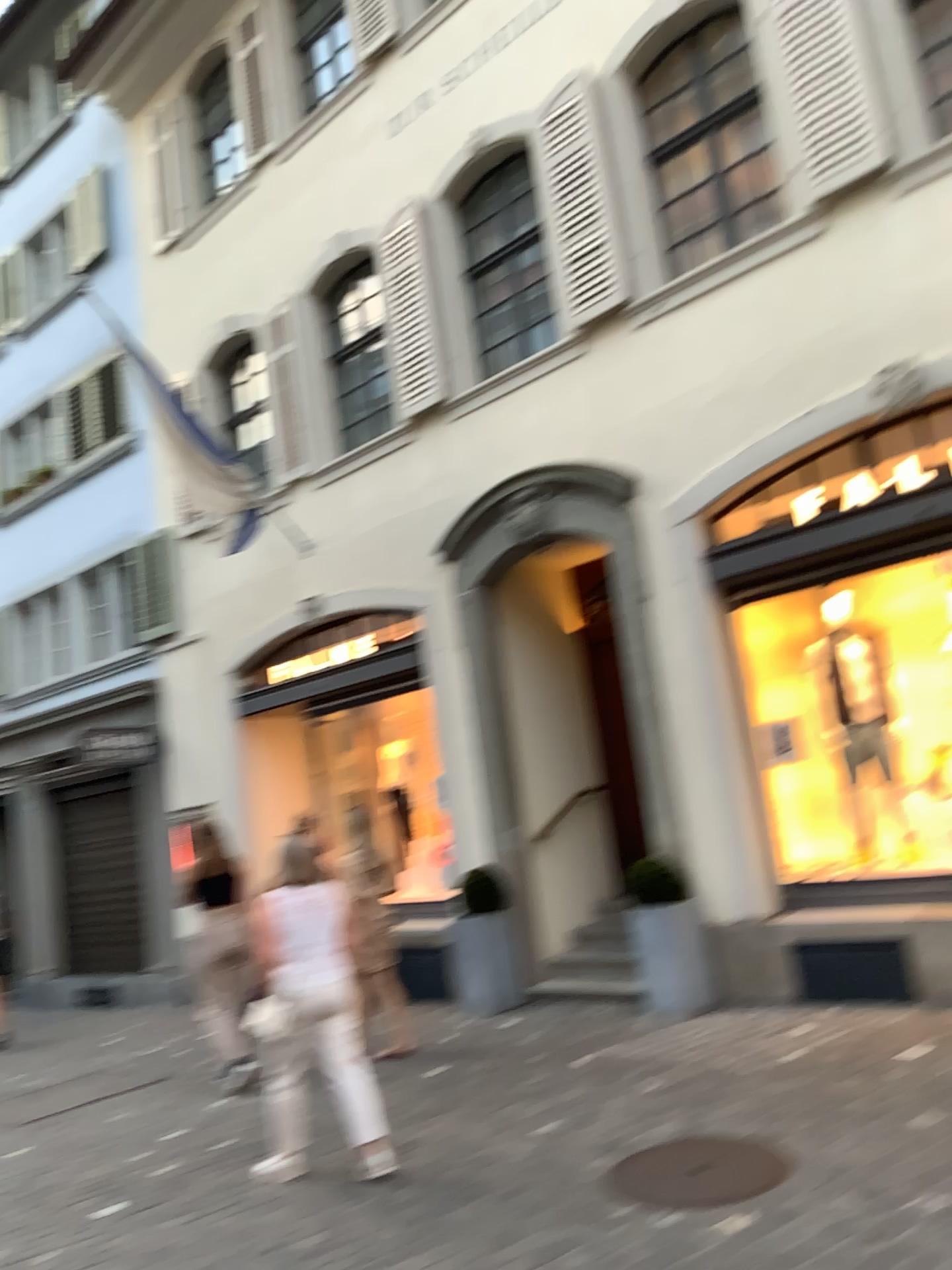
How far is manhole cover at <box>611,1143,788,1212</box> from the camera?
4.0m

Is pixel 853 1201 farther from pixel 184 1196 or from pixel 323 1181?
pixel 184 1196

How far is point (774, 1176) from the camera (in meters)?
4.02
